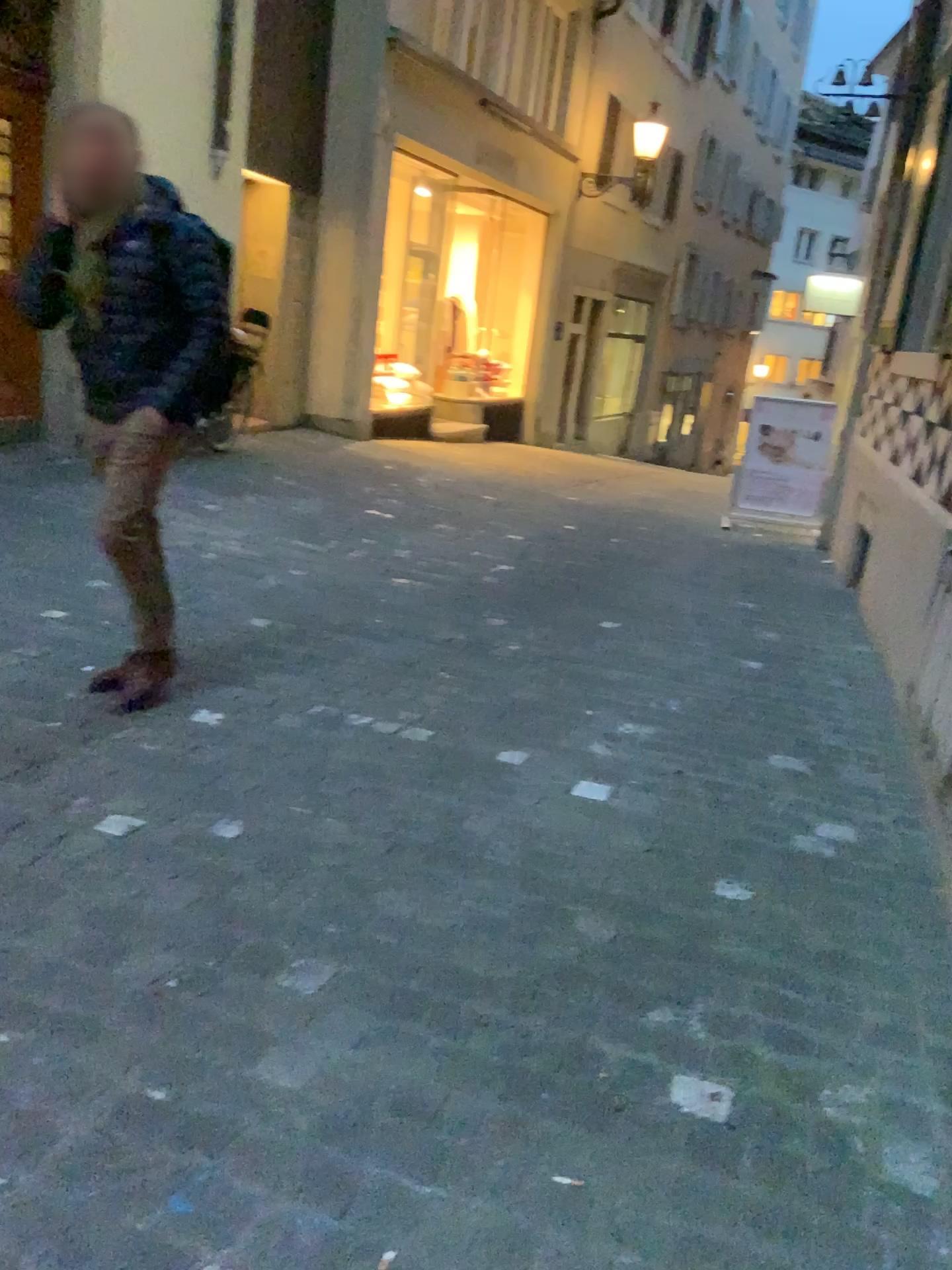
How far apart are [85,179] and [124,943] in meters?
2.1 m

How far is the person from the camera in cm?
292

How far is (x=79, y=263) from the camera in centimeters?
292cm
